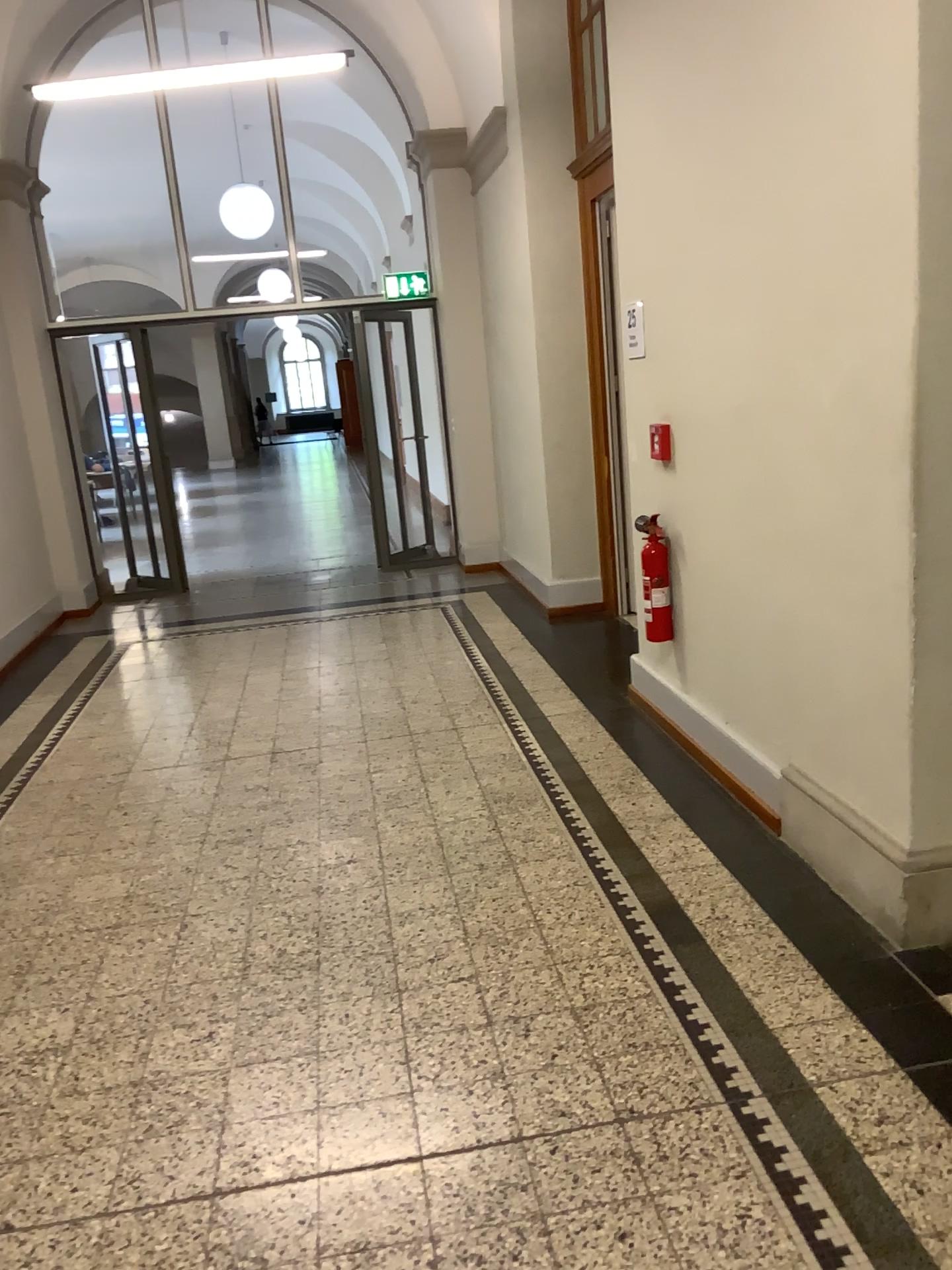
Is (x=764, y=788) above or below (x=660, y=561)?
below

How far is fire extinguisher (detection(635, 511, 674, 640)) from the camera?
4.2m

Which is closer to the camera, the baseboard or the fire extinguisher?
the baseboard

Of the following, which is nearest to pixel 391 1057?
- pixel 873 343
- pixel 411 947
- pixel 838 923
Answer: pixel 411 947

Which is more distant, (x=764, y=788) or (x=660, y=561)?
(x=660, y=561)

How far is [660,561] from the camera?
4.2 meters
